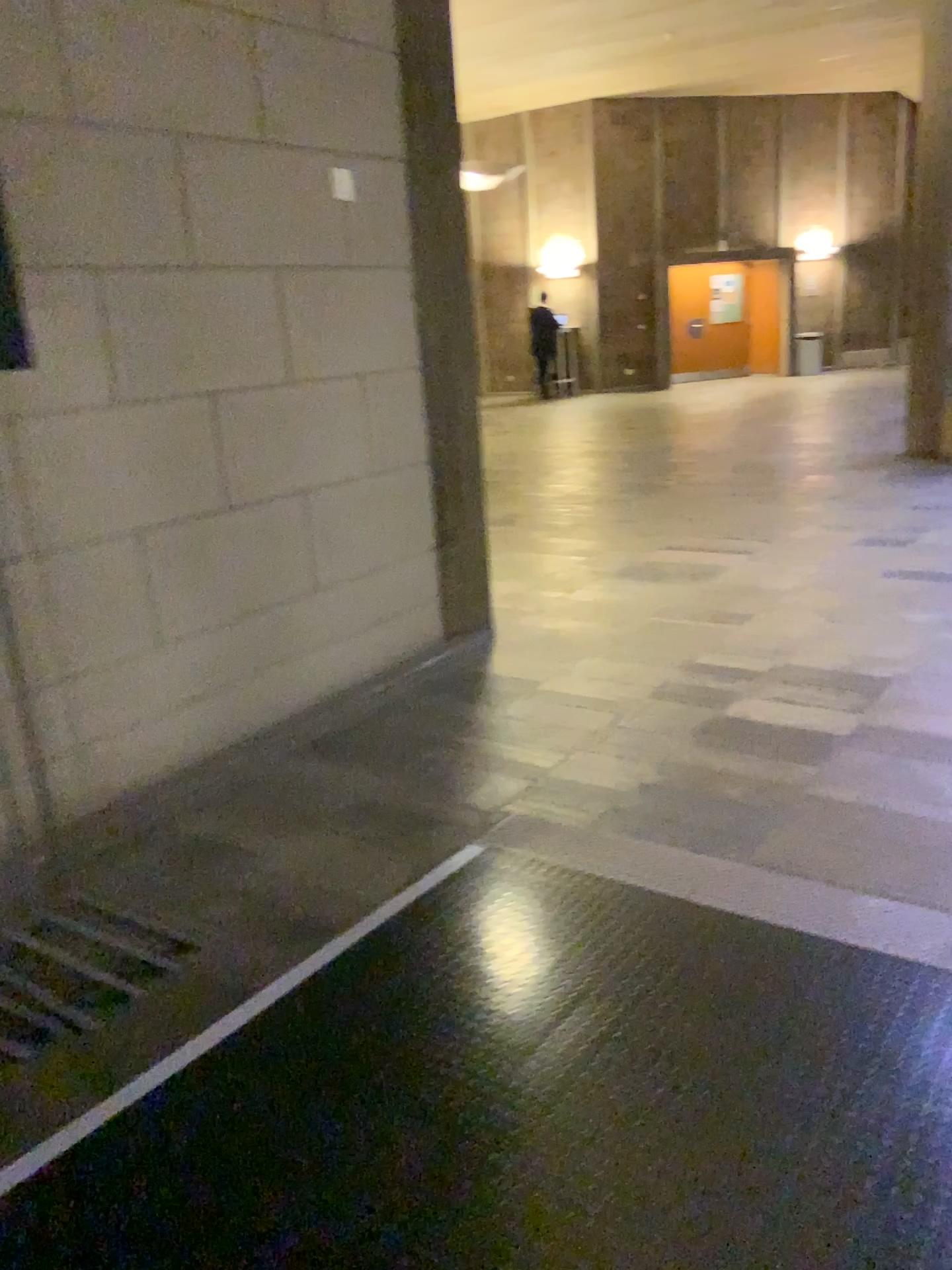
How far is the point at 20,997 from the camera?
2.35m

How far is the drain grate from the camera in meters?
2.3 m

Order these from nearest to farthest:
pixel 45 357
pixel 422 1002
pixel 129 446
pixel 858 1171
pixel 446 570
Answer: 1. pixel 858 1171
2. pixel 422 1002
3. pixel 45 357
4. pixel 129 446
5. pixel 446 570
